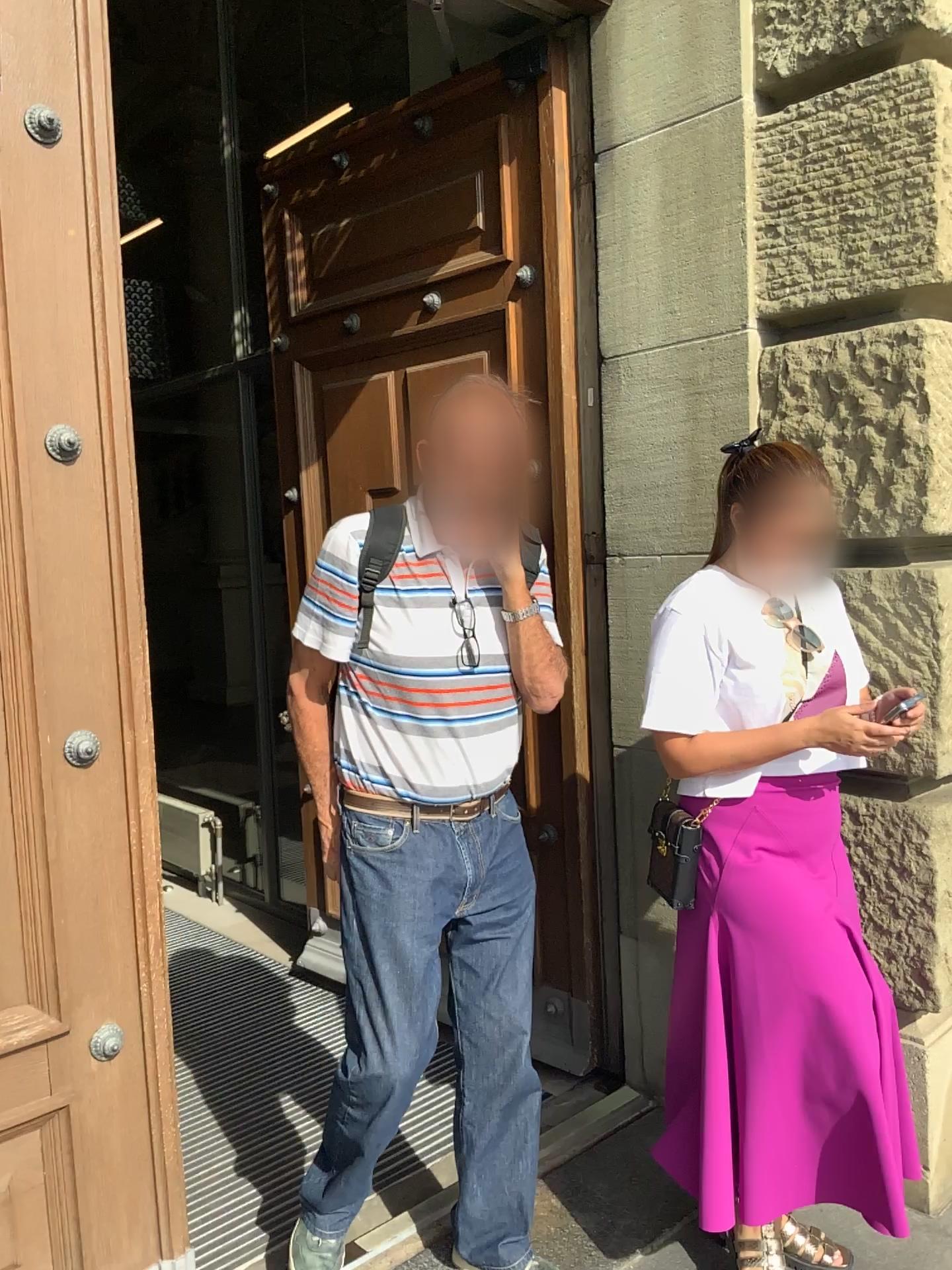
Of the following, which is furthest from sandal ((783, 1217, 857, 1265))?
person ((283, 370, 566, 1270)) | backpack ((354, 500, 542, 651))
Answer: backpack ((354, 500, 542, 651))

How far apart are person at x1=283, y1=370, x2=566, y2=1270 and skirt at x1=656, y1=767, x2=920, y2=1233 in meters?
0.3

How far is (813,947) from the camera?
1.9 meters

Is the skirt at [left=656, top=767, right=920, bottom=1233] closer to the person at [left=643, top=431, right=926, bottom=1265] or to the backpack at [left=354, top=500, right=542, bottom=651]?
the person at [left=643, top=431, right=926, bottom=1265]

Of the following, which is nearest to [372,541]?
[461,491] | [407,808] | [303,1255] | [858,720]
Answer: [461,491]

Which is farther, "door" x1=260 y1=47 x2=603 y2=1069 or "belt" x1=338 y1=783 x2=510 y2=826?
"door" x1=260 y1=47 x2=603 y2=1069

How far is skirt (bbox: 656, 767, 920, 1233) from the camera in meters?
1.9

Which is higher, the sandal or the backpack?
the backpack

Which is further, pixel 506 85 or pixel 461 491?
pixel 506 85

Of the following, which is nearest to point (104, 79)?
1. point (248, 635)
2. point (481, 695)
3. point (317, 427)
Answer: point (481, 695)
